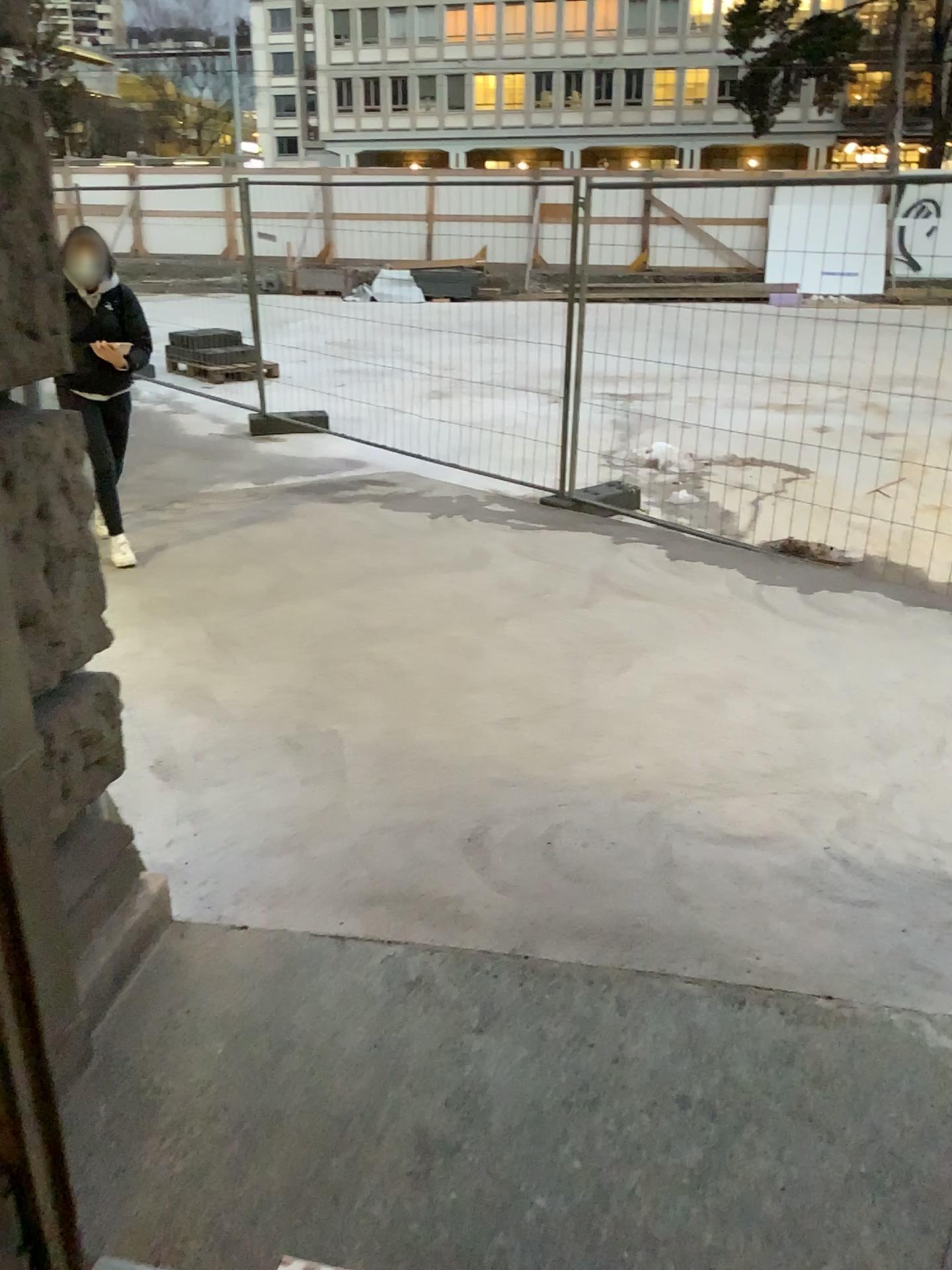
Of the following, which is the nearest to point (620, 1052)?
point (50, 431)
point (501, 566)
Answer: point (50, 431)
